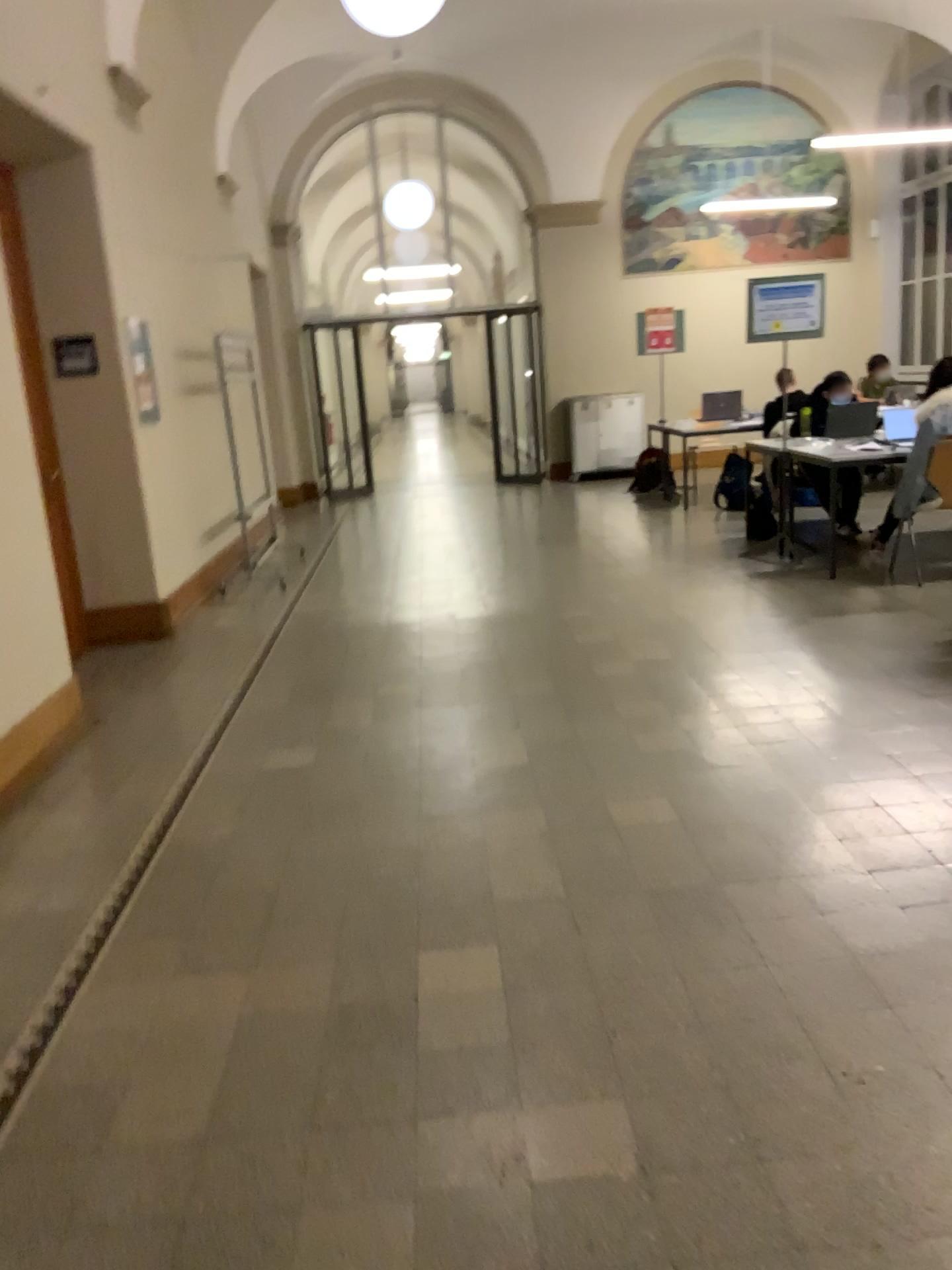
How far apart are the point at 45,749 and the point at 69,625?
0.6 meters
